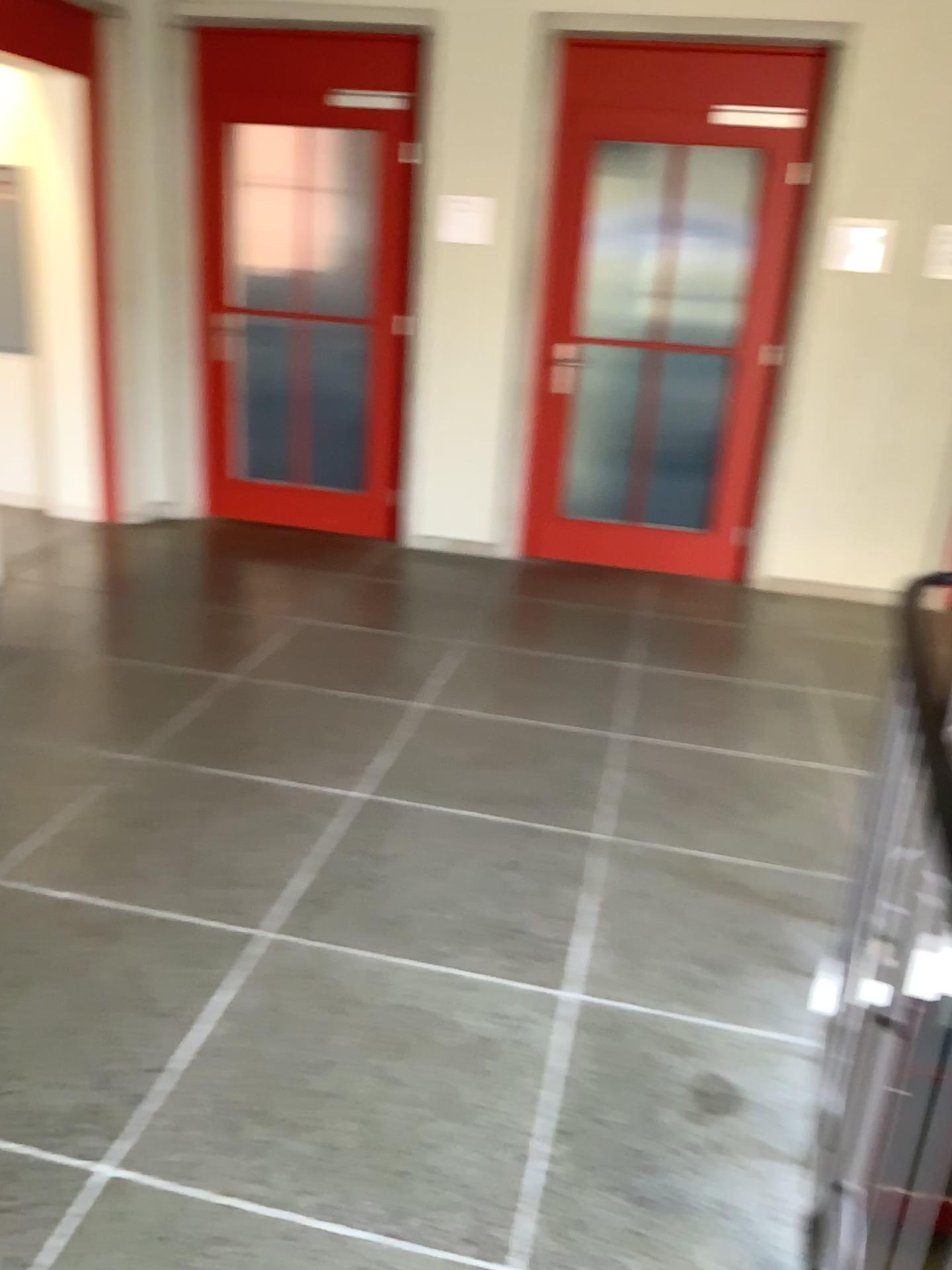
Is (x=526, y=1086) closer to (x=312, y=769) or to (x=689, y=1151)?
(x=689, y=1151)
